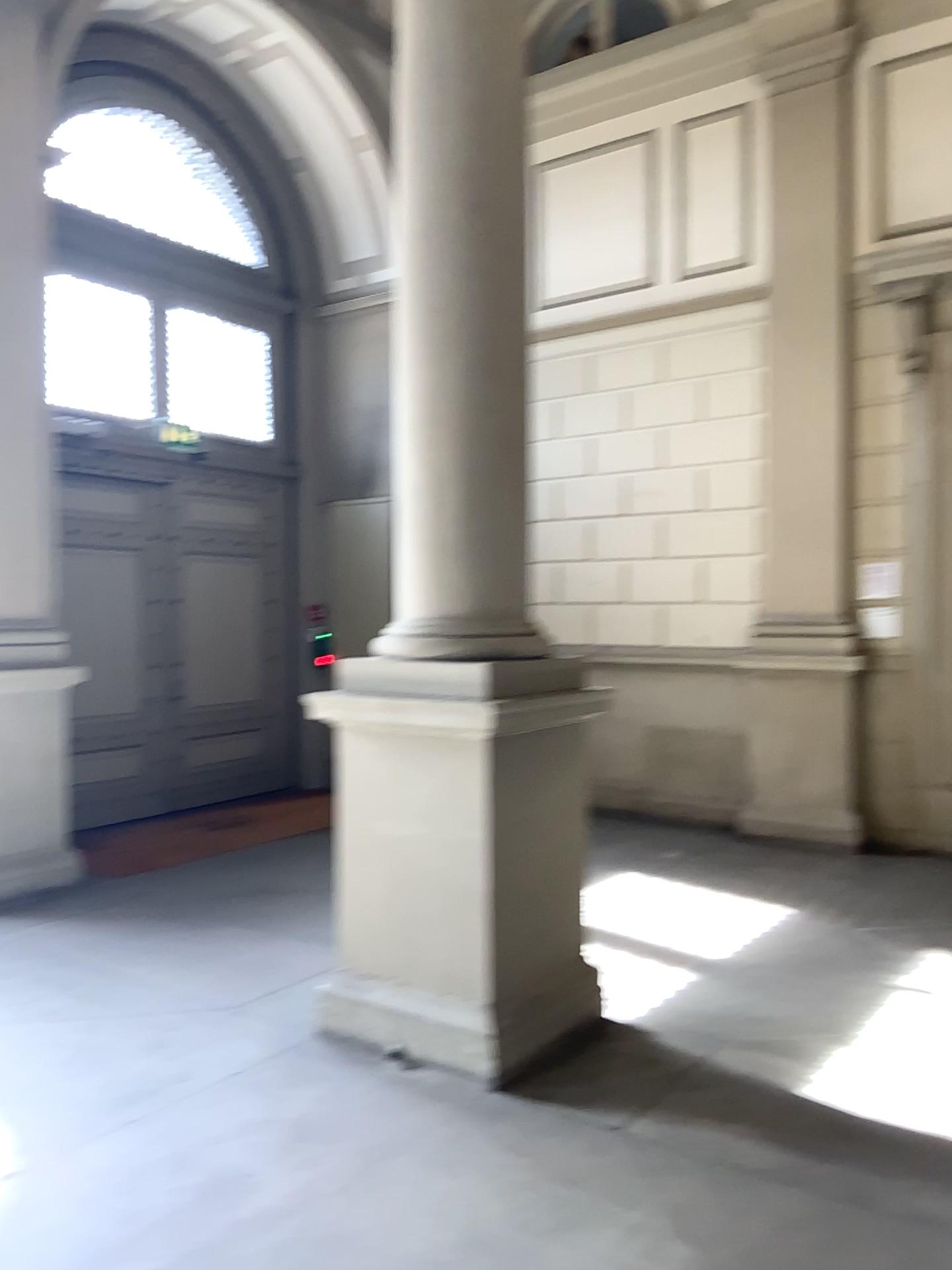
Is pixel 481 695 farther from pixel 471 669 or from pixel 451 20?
pixel 451 20

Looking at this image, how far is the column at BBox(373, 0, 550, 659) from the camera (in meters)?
3.92

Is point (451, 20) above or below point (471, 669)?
above

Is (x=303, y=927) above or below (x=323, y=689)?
below

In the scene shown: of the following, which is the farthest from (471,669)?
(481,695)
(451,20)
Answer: (451,20)

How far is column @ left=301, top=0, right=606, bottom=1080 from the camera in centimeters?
378cm
